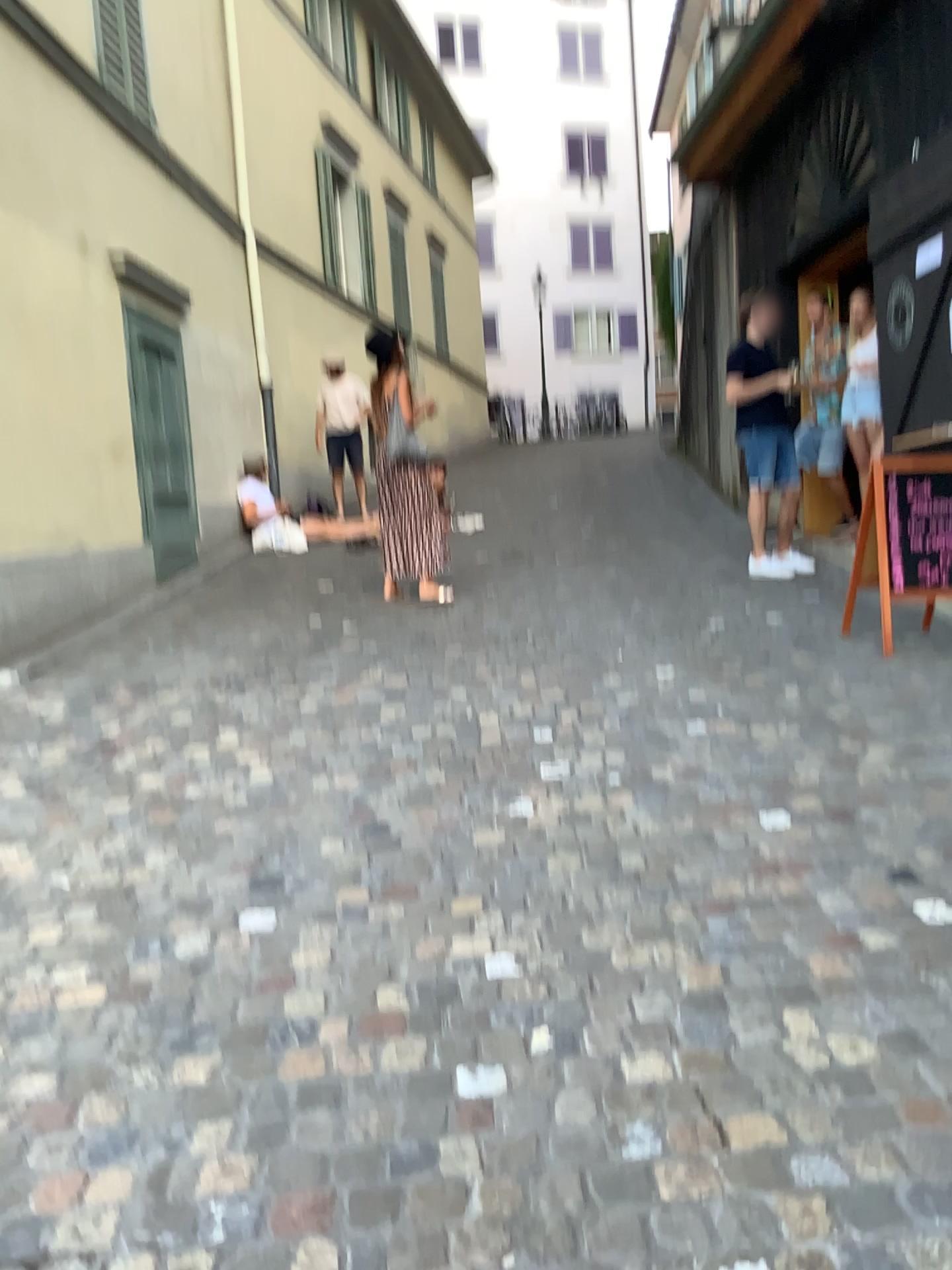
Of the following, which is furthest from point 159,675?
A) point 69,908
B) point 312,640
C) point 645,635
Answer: point 645,635
